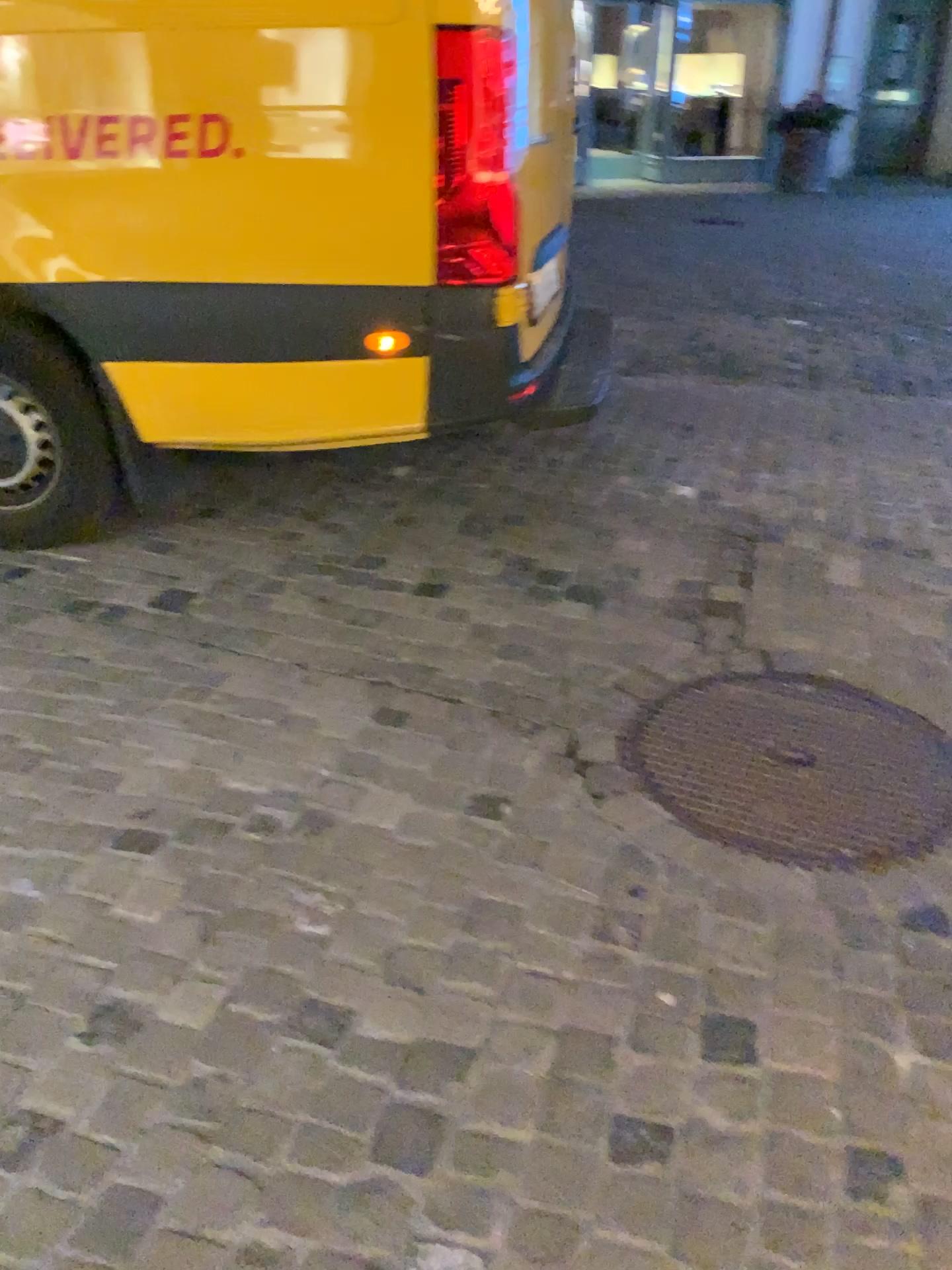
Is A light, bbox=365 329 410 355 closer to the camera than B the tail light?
No

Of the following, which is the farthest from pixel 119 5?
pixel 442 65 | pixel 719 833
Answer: pixel 719 833

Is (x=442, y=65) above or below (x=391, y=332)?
above

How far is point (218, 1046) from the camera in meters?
1.6 m

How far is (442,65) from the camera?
2.4 meters

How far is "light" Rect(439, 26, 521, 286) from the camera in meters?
2.4 m

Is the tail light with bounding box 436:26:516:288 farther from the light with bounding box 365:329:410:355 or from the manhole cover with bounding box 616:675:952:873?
the manhole cover with bounding box 616:675:952:873

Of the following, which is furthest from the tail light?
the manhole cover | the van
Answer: the manhole cover

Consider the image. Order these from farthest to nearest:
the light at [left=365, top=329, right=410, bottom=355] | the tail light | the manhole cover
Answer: the light at [left=365, top=329, right=410, bottom=355]
the tail light
the manhole cover

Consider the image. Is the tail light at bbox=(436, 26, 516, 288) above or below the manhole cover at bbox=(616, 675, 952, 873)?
above
